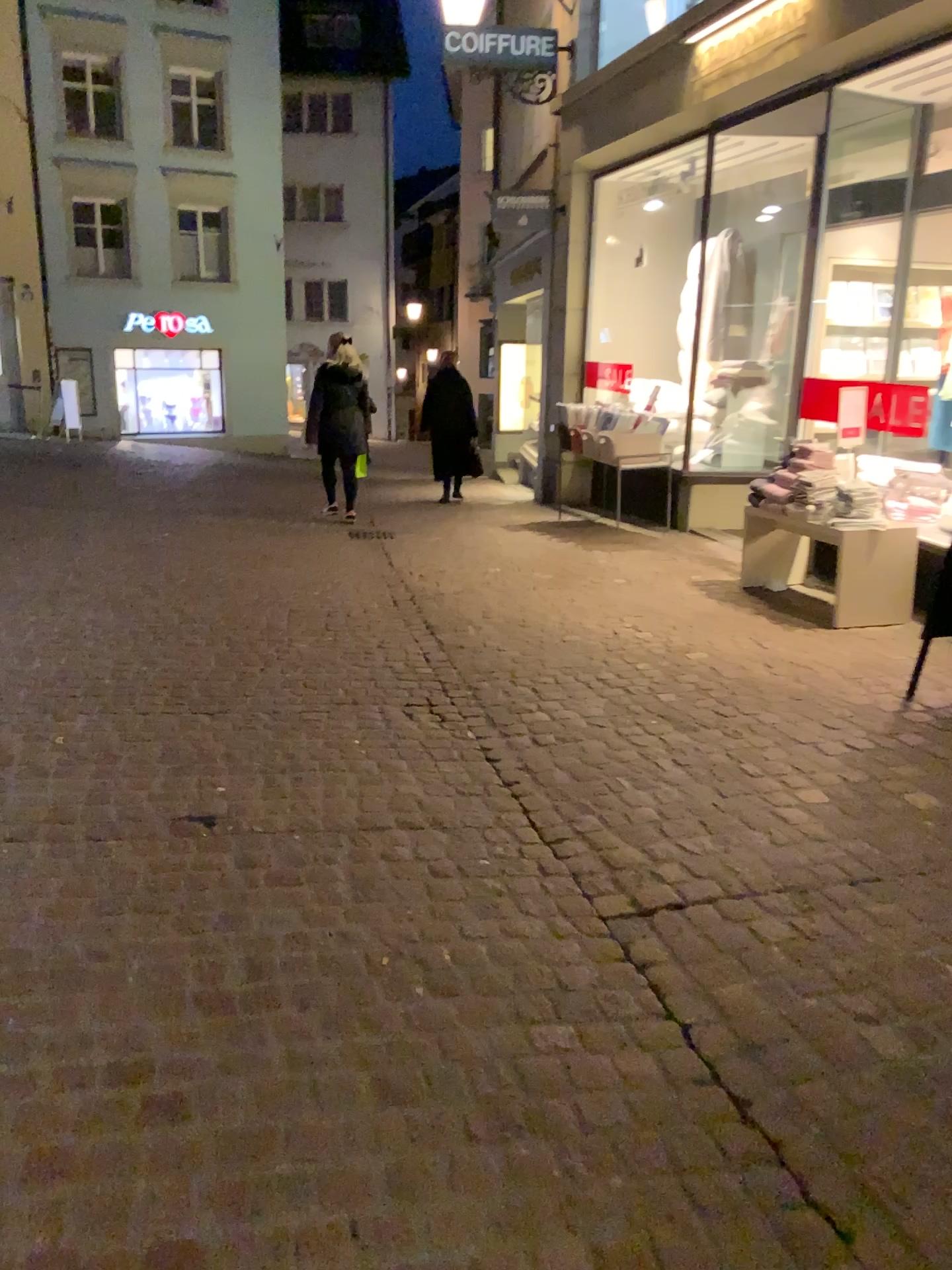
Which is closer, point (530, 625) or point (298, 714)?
point (298, 714)
